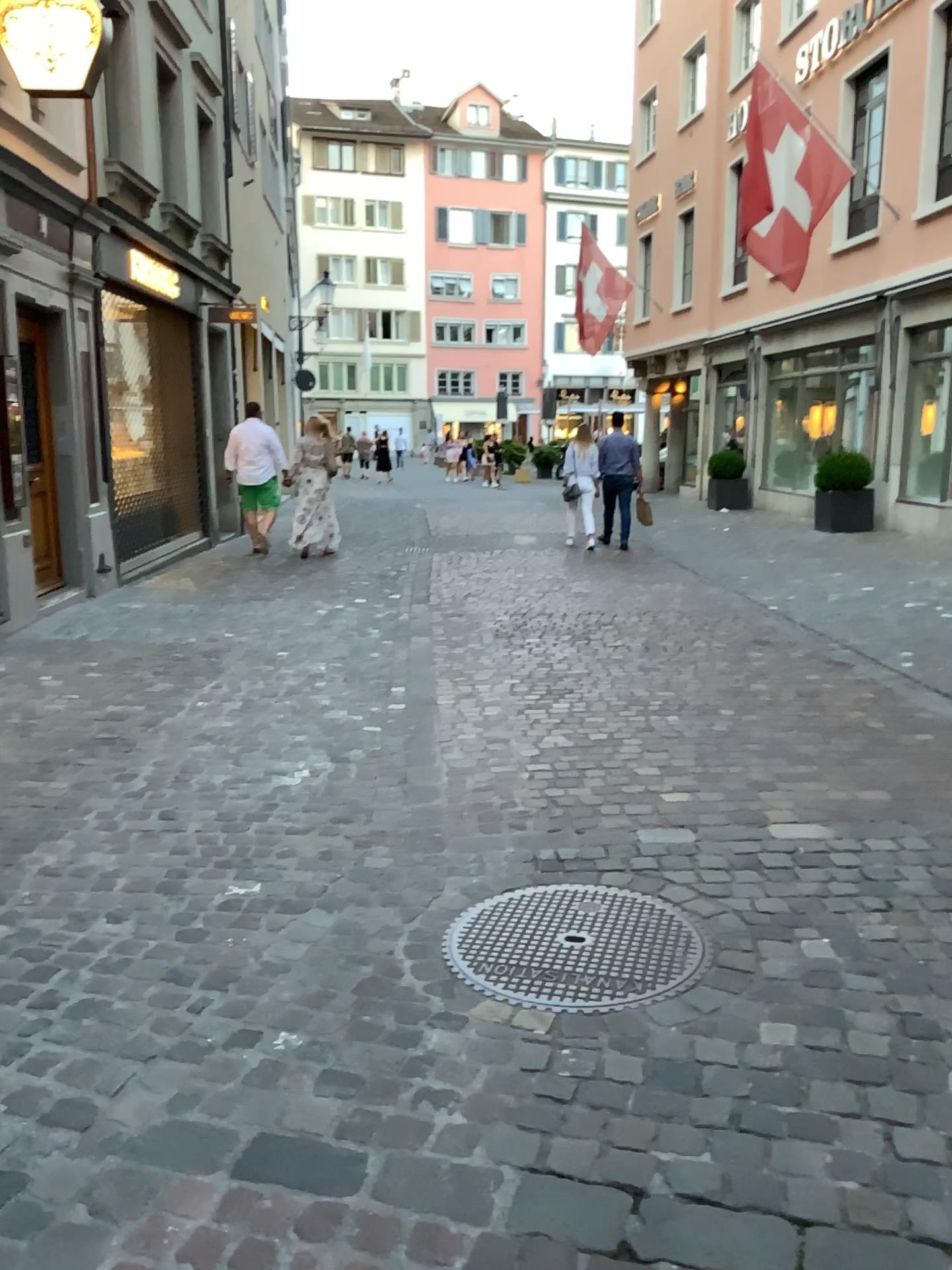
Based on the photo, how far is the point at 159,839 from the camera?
3.6 meters
